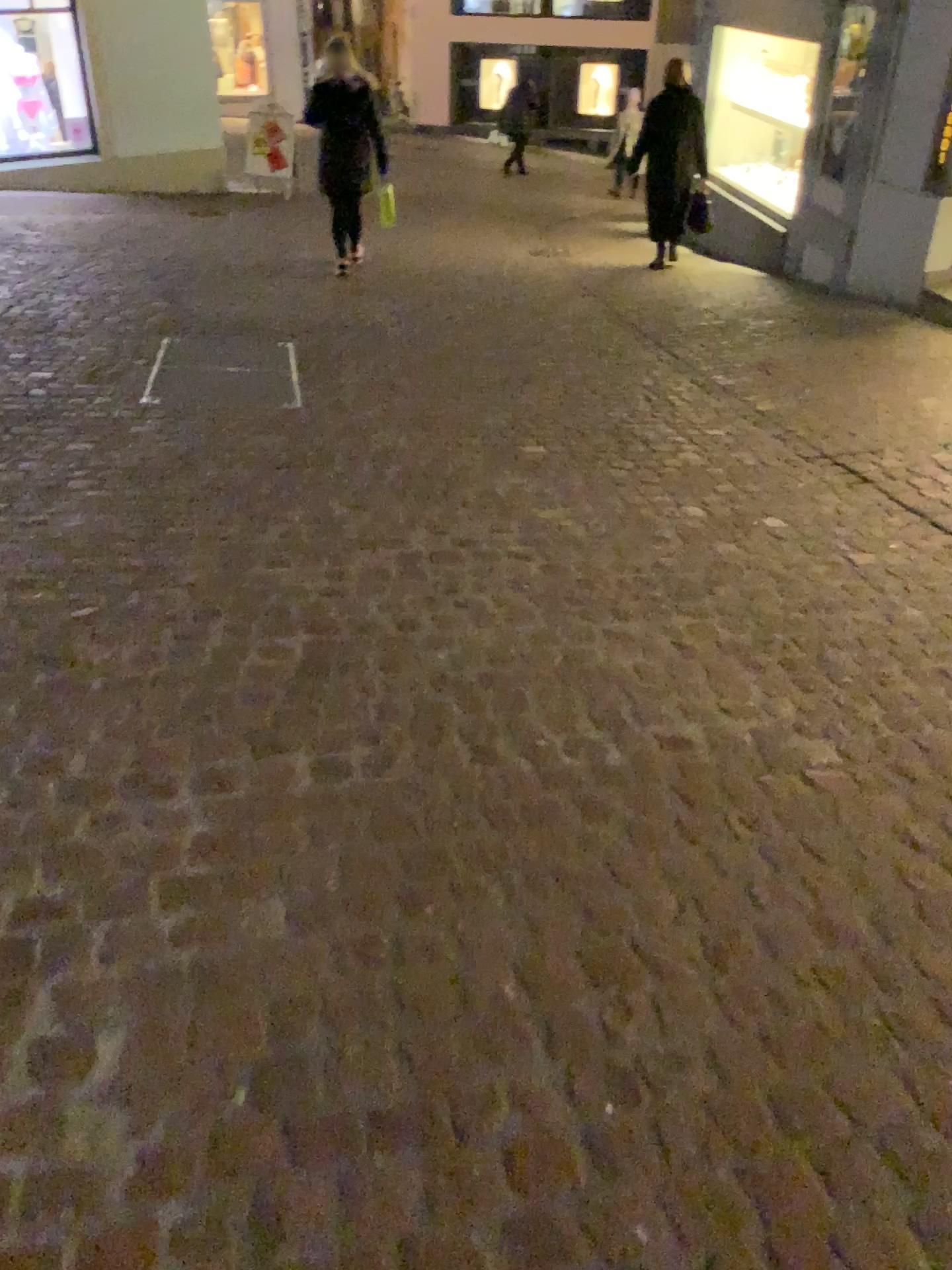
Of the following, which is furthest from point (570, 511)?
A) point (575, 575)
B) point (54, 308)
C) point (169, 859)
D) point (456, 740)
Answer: point (54, 308)
